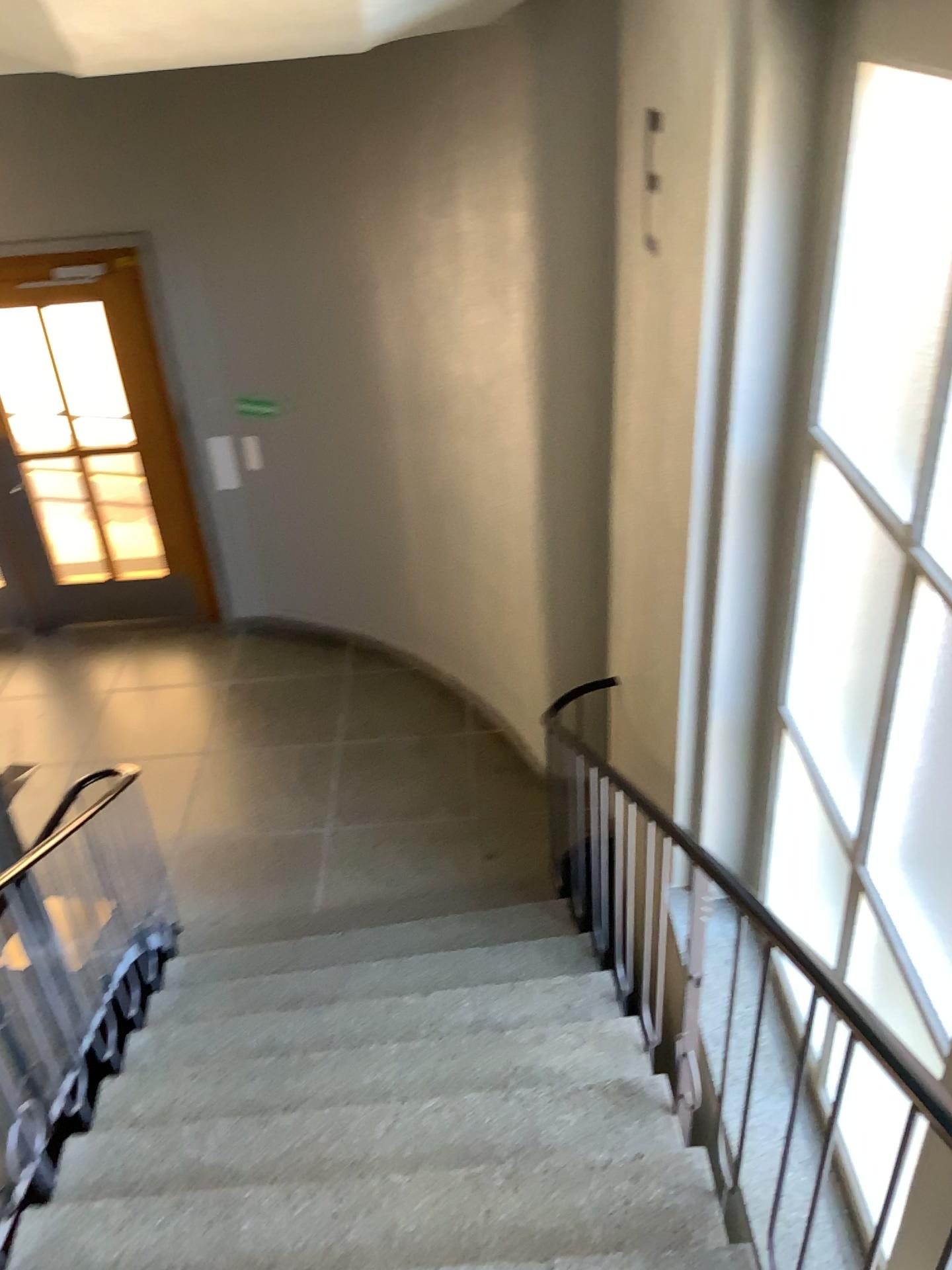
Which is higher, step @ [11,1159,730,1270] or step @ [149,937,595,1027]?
step @ [11,1159,730,1270]

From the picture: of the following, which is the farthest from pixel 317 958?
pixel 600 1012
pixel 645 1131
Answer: pixel 645 1131

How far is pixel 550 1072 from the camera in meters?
3.0

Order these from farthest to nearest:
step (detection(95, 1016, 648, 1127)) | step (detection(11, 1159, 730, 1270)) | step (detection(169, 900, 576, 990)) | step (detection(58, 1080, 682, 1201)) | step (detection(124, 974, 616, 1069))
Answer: step (detection(169, 900, 576, 990)) < step (detection(124, 974, 616, 1069)) < step (detection(95, 1016, 648, 1127)) < step (detection(58, 1080, 682, 1201)) < step (detection(11, 1159, 730, 1270))

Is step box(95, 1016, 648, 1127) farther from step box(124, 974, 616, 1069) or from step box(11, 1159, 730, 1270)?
step box(11, 1159, 730, 1270)

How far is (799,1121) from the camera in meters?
2.9 m

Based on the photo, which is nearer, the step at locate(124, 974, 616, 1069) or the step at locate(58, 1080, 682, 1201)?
the step at locate(58, 1080, 682, 1201)

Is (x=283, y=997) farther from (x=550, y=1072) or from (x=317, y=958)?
(x=550, y=1072)

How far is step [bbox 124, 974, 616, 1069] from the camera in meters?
3.3 m

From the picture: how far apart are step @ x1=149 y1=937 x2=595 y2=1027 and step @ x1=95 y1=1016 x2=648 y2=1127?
0.37m
